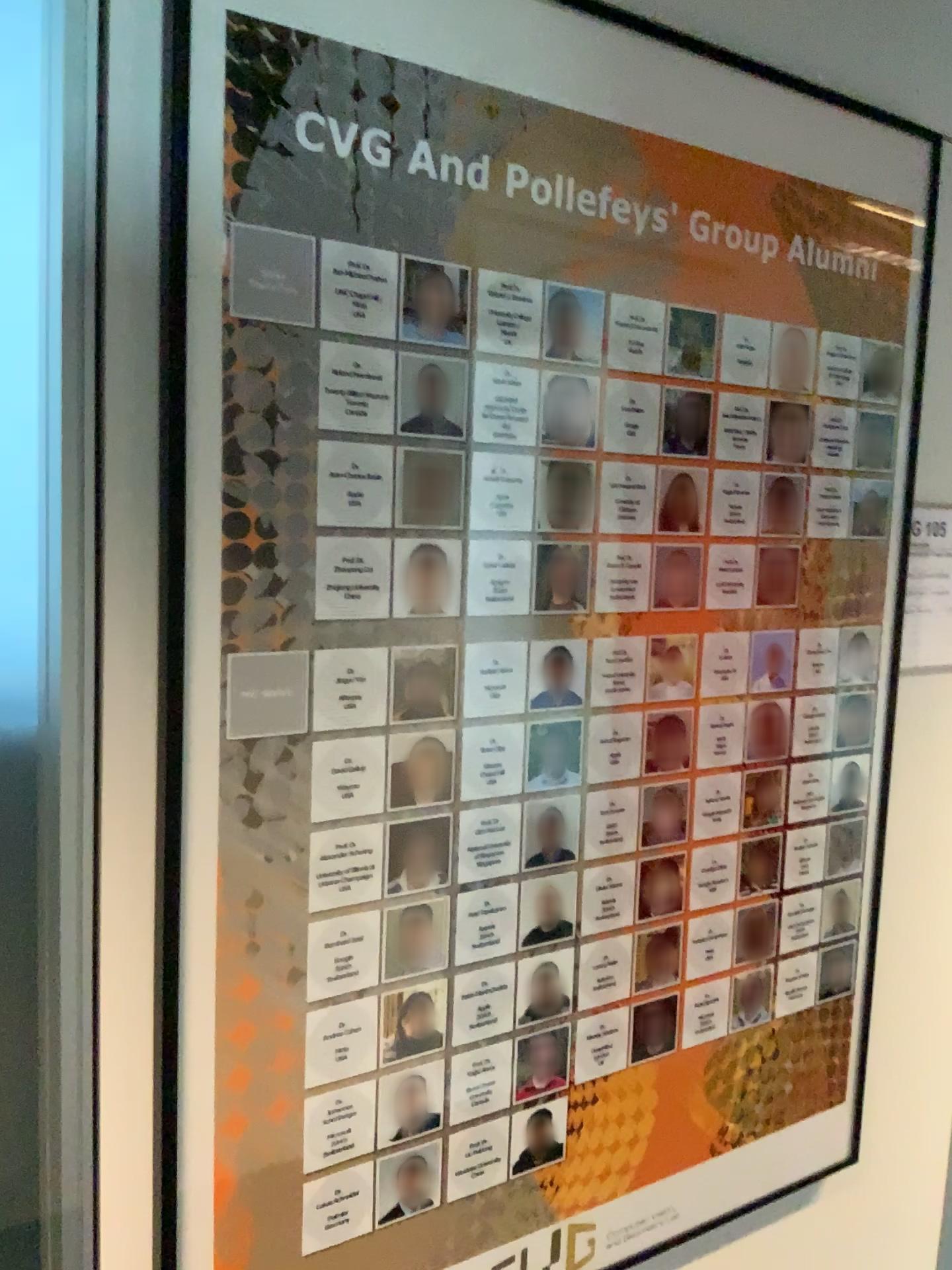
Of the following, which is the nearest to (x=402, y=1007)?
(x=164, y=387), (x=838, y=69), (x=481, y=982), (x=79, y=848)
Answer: (x=481, y=982)

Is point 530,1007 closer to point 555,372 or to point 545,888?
point 545,888

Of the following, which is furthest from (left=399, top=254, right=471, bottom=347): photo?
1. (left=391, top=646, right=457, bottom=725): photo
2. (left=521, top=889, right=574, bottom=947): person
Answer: (left=521, top=889, right=574, bottom=947): person

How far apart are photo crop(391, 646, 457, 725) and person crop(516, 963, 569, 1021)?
0.30m

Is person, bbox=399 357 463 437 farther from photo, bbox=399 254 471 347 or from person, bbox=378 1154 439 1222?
person, bbox=378 1154 439 1222

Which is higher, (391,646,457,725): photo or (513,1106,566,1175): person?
(391,646,457,725): photo

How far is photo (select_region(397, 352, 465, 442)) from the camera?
0.9 meters

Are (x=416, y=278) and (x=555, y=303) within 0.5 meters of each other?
yes

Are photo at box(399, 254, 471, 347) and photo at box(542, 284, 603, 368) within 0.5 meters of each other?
yes

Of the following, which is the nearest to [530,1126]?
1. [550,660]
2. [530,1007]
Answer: [530,1007]
